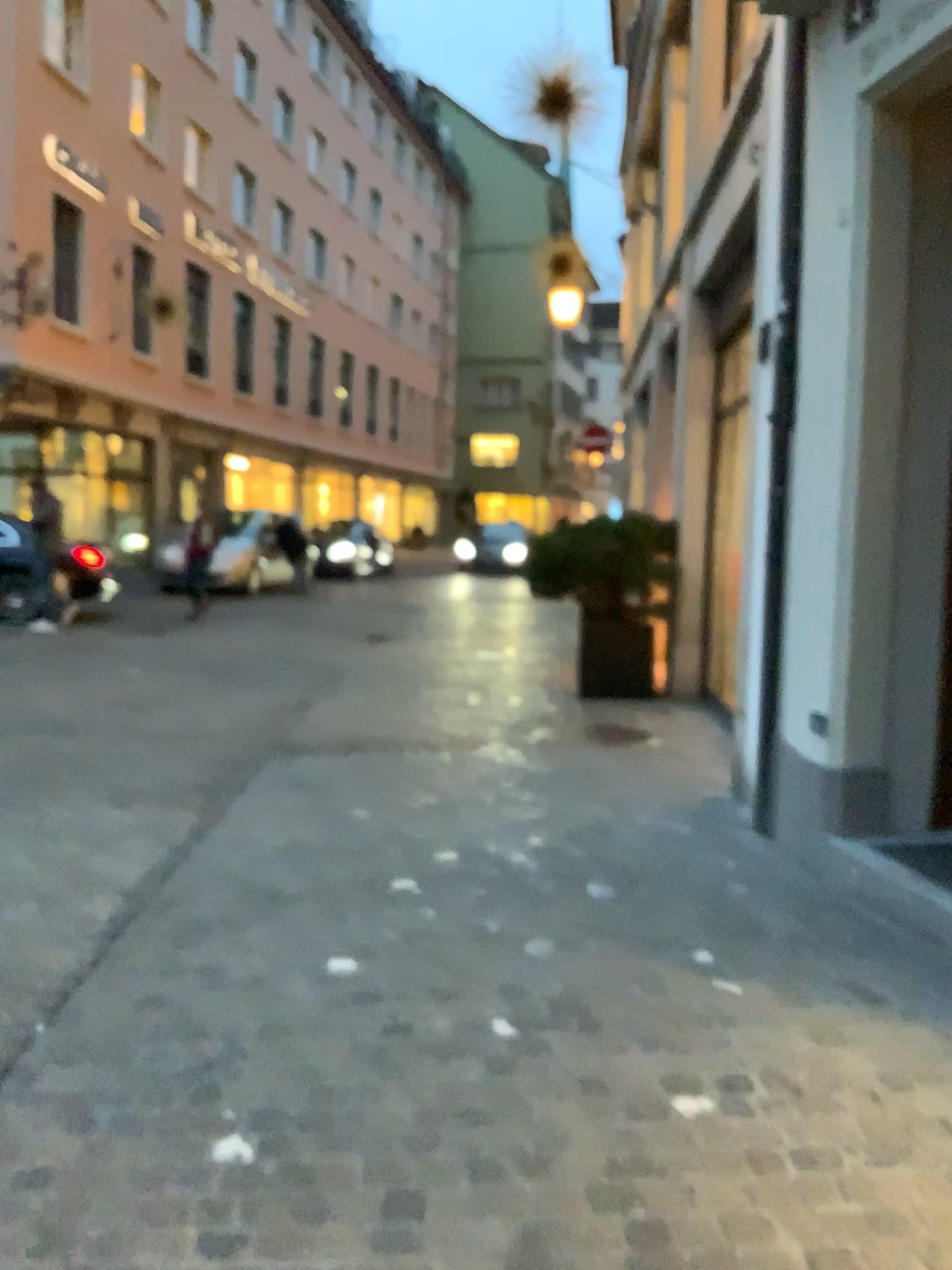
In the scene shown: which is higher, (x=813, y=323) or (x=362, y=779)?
(x=813, y=323)
